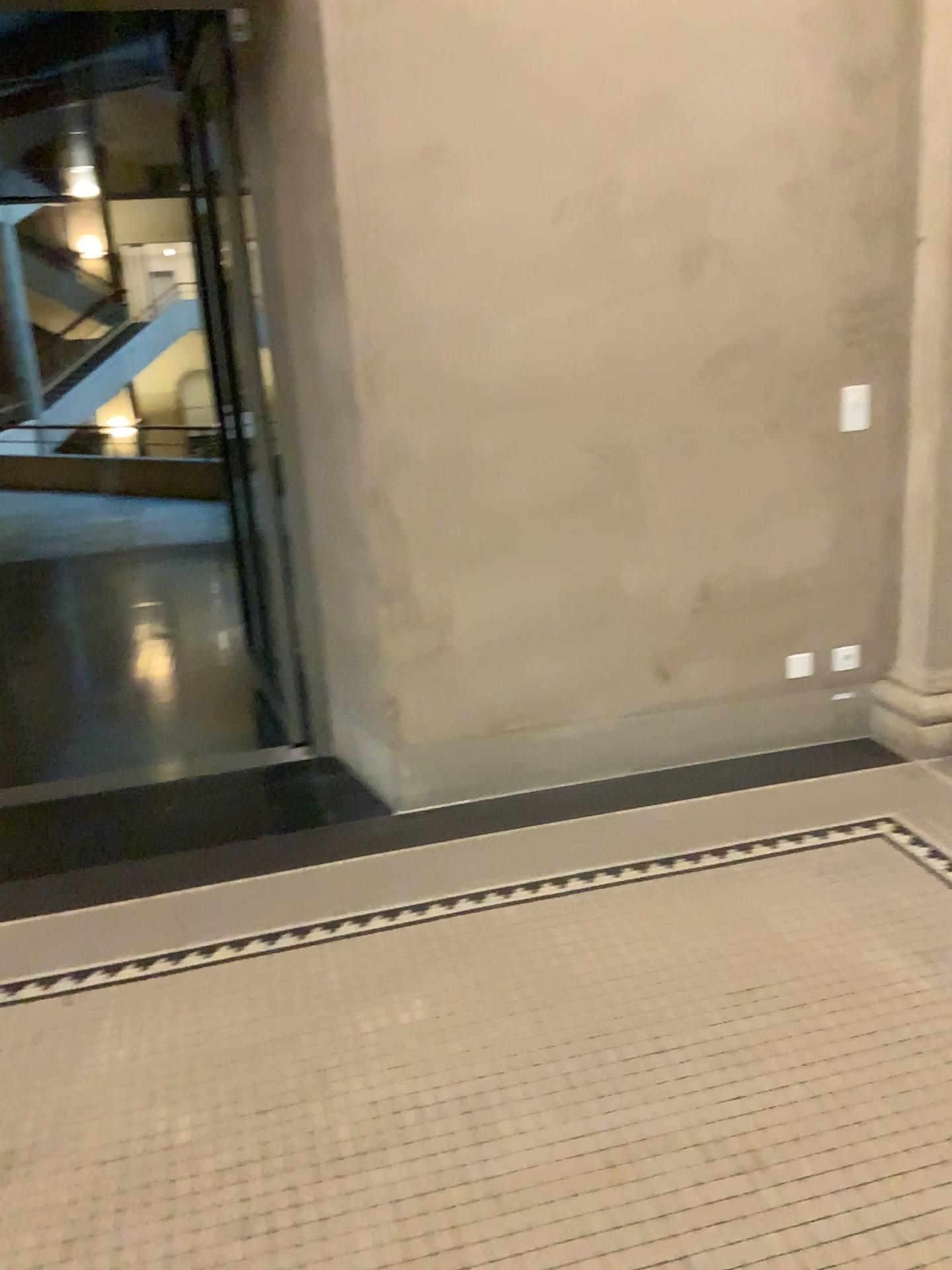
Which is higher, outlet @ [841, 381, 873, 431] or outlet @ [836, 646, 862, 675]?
outlet @ [841, 381, 873, 431]

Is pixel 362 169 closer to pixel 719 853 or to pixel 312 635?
pixel 312 635

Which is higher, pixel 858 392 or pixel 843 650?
pixel 858 392
